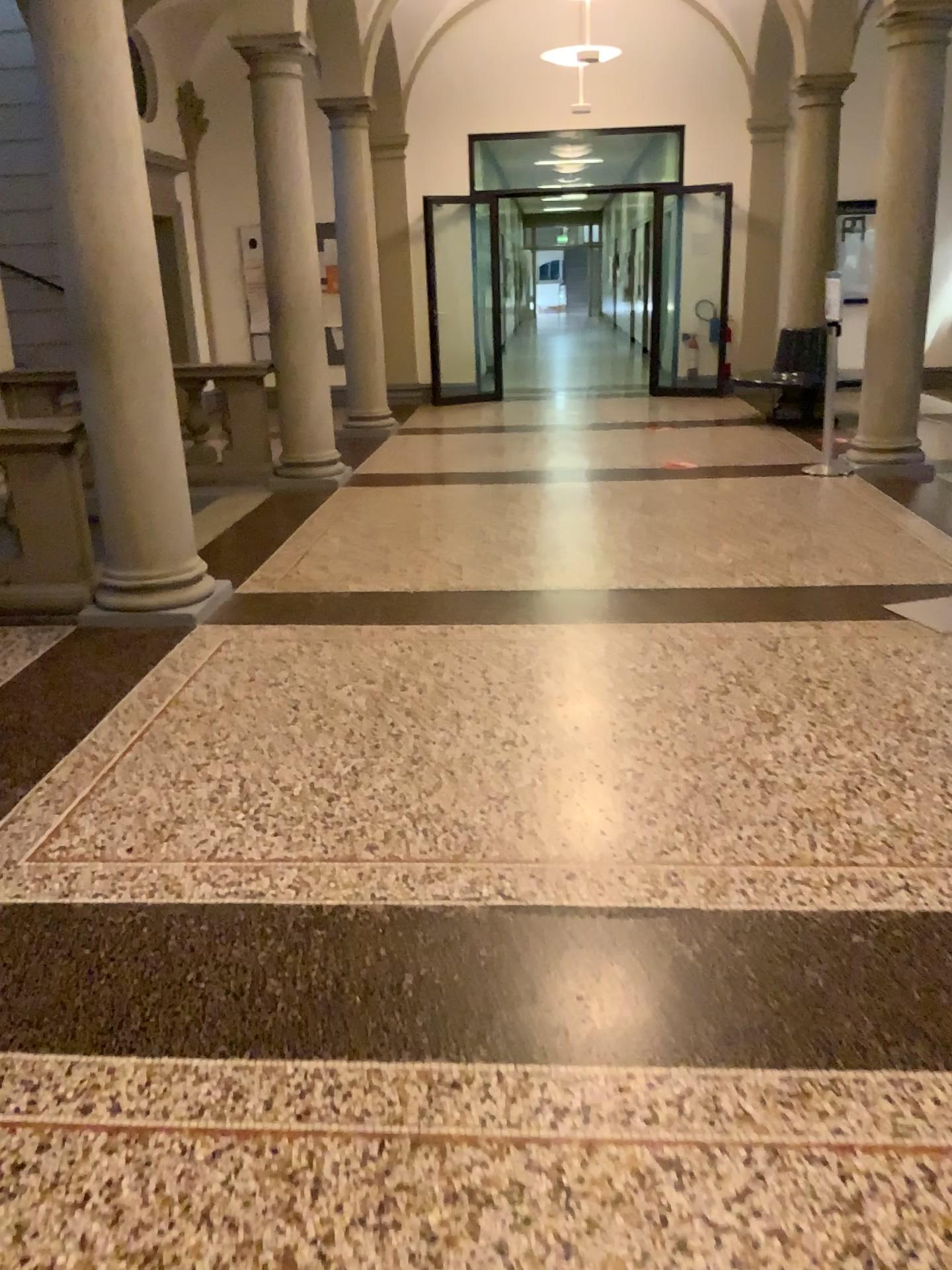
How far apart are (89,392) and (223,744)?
1.9 meters
